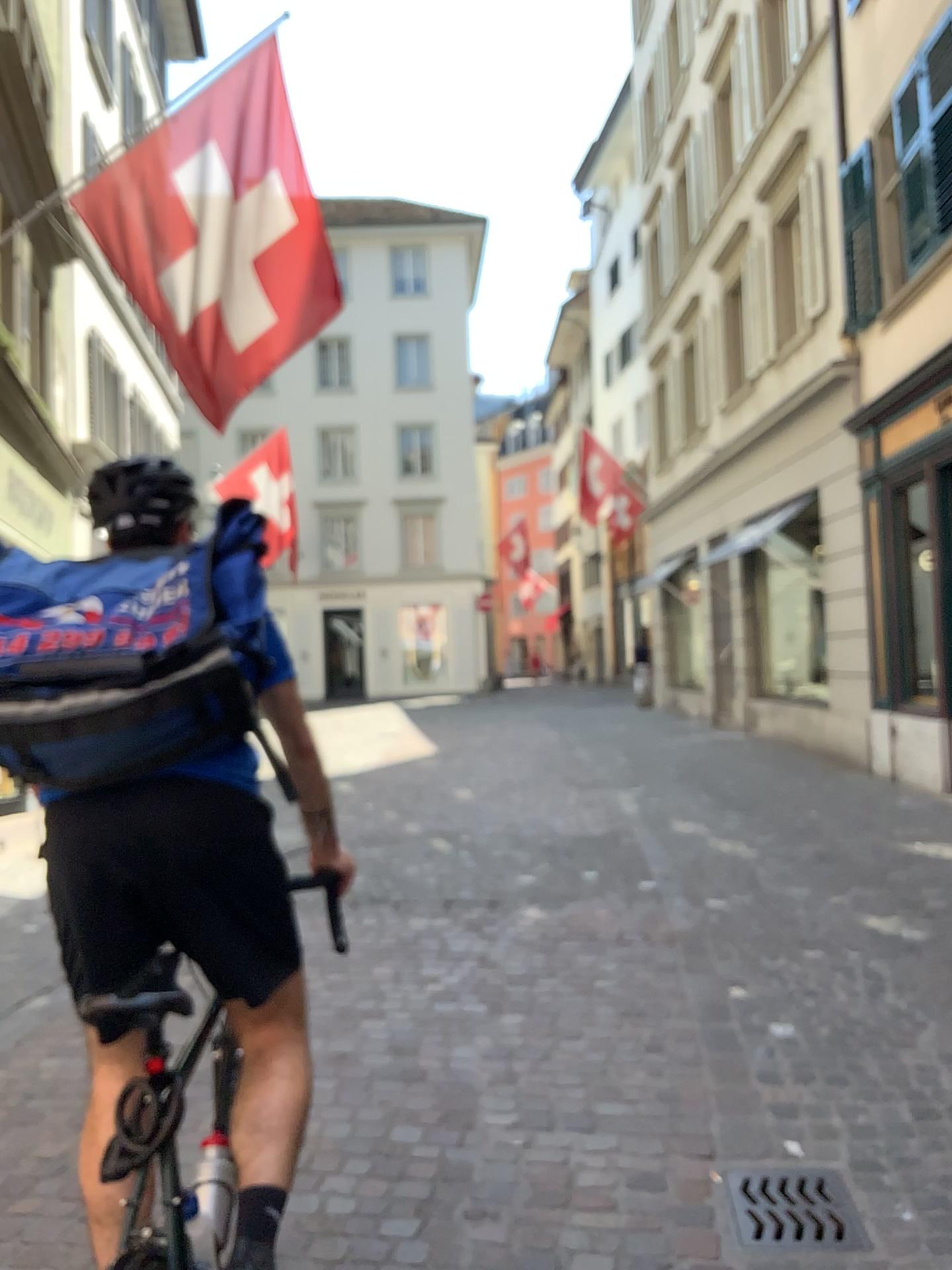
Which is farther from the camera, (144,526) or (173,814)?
(144,526)

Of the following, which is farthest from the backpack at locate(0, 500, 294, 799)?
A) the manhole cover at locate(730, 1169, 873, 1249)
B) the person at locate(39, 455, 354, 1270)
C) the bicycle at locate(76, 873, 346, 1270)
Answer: the manhole cover at locate(730, 1169, 873, 1249)

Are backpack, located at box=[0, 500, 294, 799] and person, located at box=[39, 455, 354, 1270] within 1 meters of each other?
yes

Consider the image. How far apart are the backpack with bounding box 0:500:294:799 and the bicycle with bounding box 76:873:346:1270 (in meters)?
0.28

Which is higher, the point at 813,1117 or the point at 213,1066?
the point at 213,1066

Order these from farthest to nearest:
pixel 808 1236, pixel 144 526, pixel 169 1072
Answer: pixel 808 1236
pixel 144 526
pixel 169 1072

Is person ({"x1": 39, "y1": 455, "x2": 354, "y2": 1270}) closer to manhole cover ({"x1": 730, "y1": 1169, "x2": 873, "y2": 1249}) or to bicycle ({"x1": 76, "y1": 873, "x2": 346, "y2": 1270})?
bicycle ({"x1": 76, "y1": 873, "x2": 346, "y2": 1270})

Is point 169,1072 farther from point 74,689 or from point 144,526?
point 144,526

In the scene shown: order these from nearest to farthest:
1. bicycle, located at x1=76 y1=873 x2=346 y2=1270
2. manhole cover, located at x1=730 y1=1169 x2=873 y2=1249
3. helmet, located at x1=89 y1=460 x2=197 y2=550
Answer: bicycle, located at x1=76 y1=873 x2=346 y2=1270
helmet, located at x1=89 y1=460 x2=197 y2=550
manhole cover, located at x1=730 y1=1169 x2=873 y2=1249

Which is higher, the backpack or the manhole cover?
the backpack
